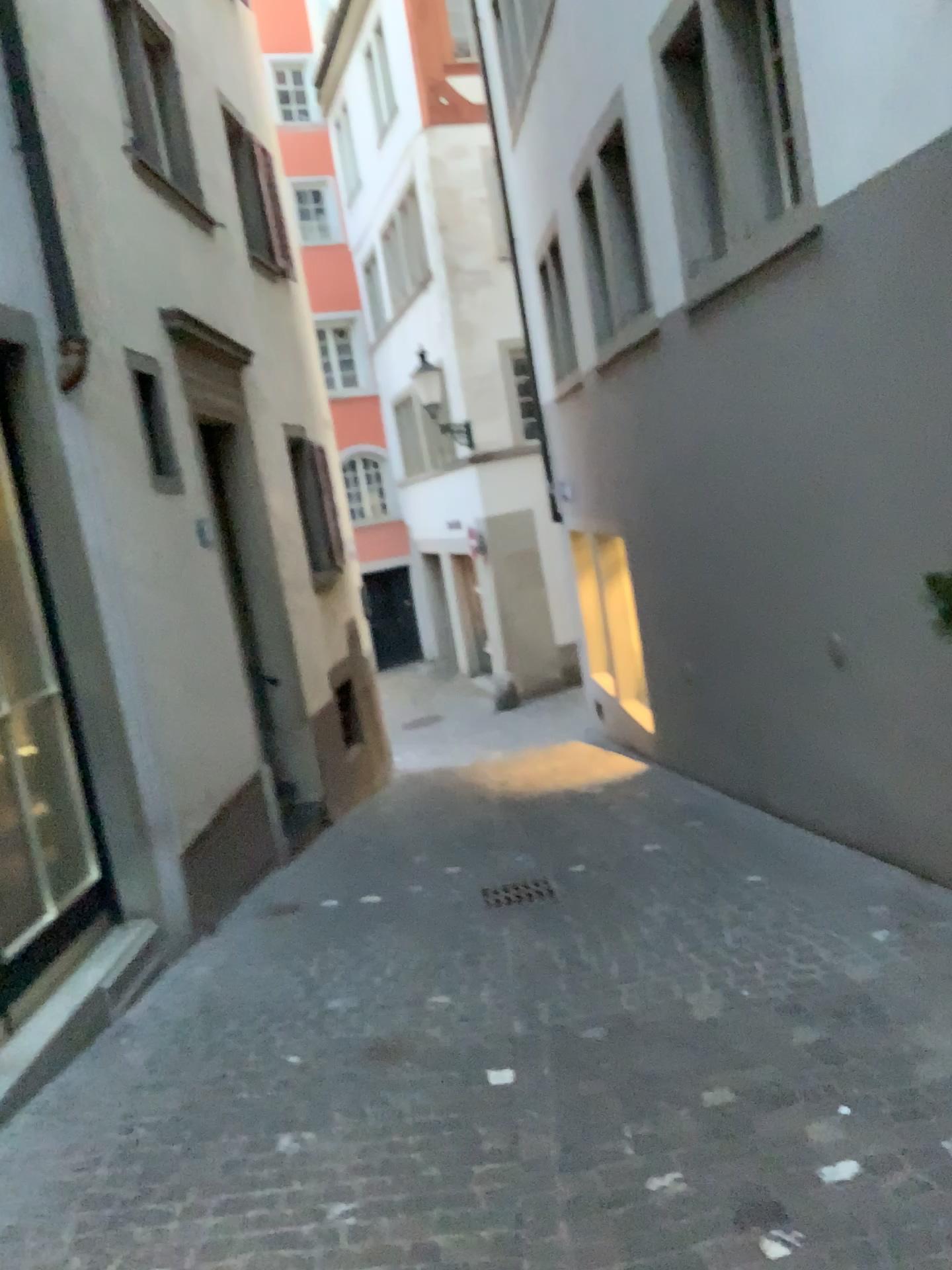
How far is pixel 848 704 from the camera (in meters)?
4.87
